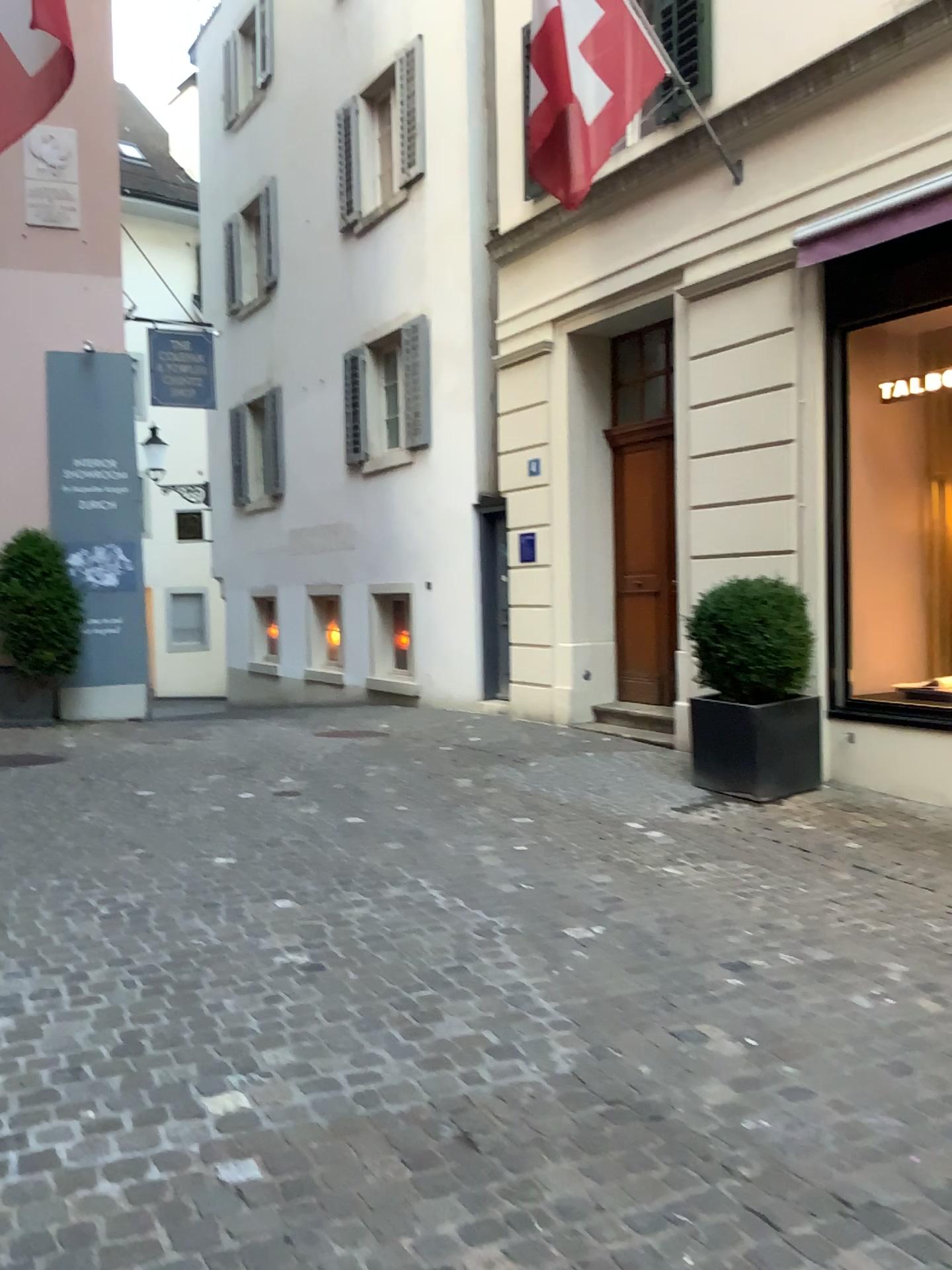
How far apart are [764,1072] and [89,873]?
3.0 meters
